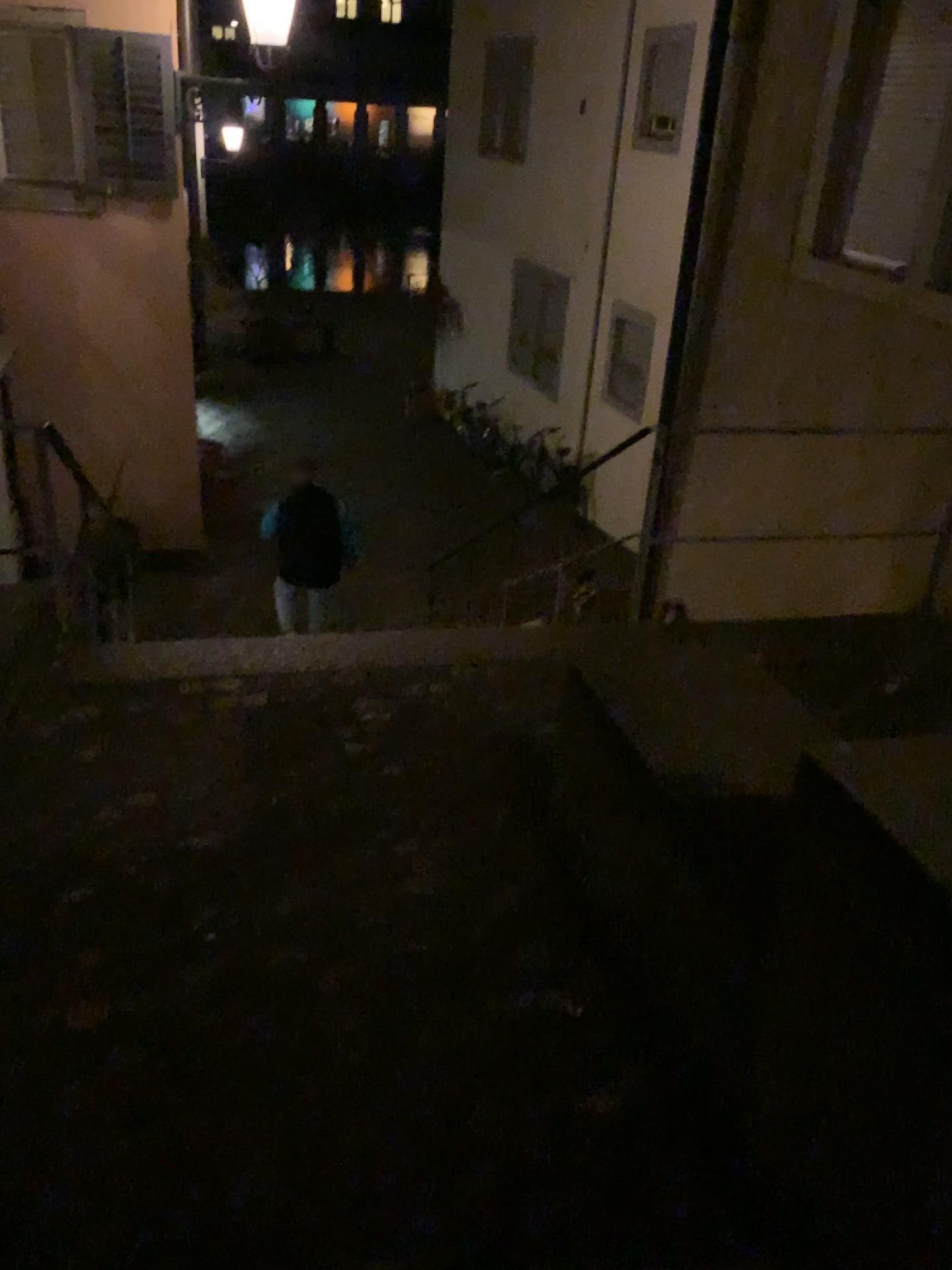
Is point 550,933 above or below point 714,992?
below
